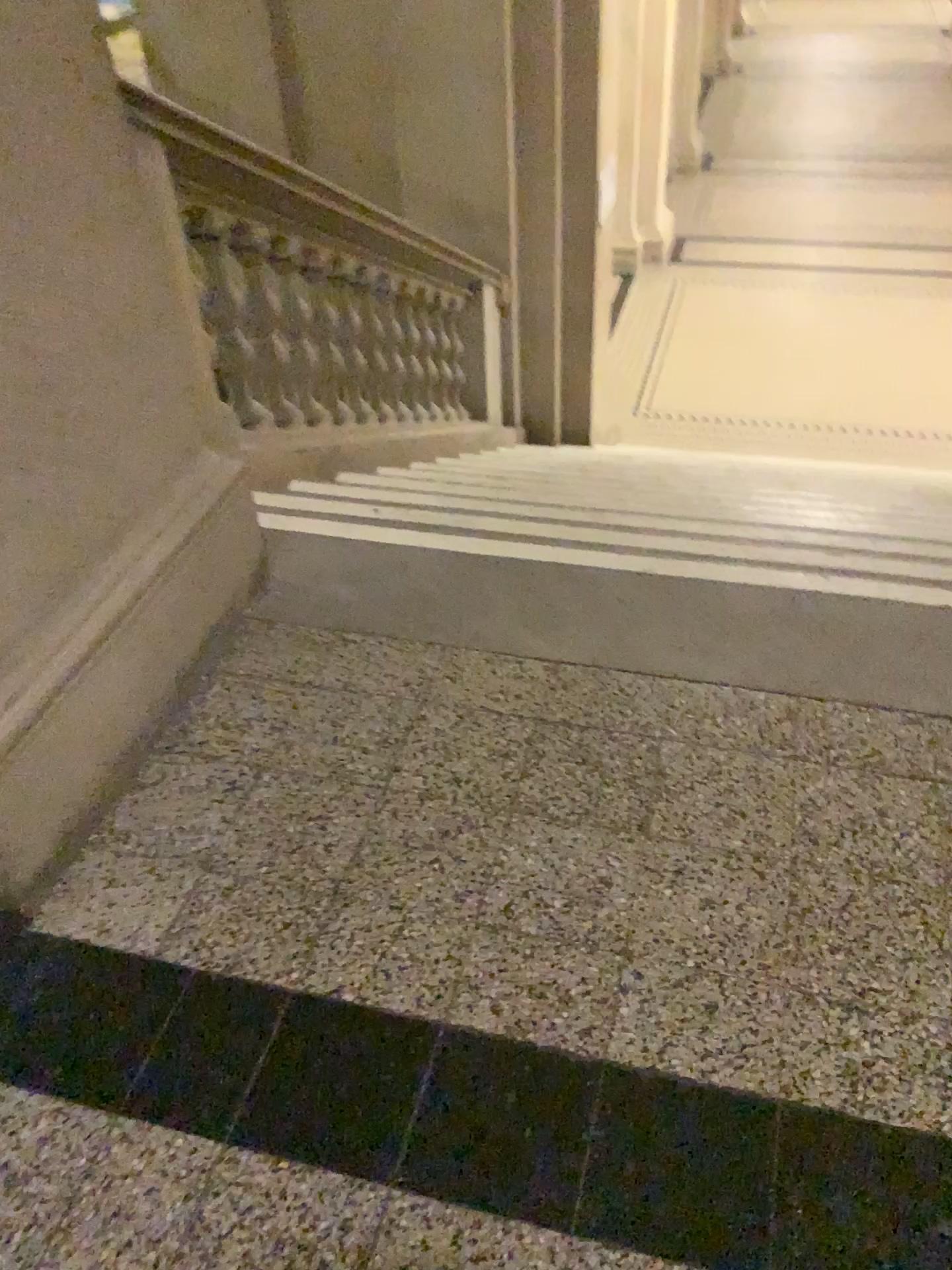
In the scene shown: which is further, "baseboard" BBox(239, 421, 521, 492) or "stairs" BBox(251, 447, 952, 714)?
"baseboard" BBox(239, 421, 521, 492)

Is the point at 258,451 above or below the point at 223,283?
below

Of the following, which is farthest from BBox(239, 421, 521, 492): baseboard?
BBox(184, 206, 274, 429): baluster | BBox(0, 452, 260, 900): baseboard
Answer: BBox(0, 452, 260, 900): baseboard

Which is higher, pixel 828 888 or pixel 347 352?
pixel 828 888

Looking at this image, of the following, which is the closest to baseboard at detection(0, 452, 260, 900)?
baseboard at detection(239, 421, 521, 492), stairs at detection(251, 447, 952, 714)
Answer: stairs at detection(251, 447, 952, 714)

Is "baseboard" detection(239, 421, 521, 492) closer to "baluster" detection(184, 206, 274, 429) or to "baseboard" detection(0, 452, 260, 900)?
"baluster" detection(184, 206, 274, 429)

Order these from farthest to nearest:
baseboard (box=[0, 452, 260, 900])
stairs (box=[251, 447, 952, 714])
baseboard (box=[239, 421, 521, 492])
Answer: baseboard (box=[239, 421, 521, 492]) < stairs (box=[251, 447, 952, 714]) < baseboard (box=[0, 452, 260, 900])

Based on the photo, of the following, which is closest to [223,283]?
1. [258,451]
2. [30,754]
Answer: [258,451]

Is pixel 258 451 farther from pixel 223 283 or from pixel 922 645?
pixel 922 645
